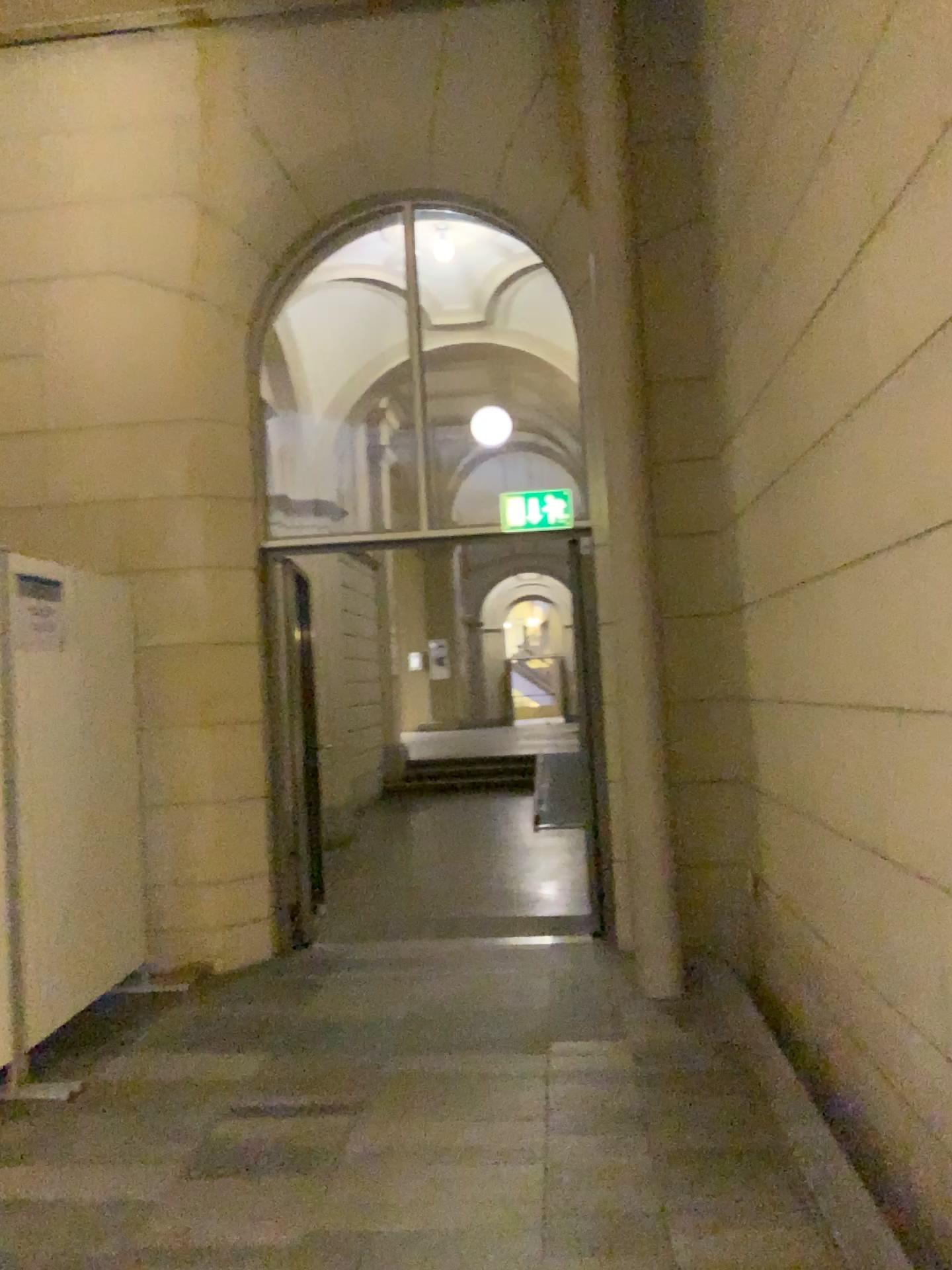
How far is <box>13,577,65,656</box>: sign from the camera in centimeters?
387cm

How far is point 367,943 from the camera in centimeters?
556cm

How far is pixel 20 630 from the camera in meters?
3.9
